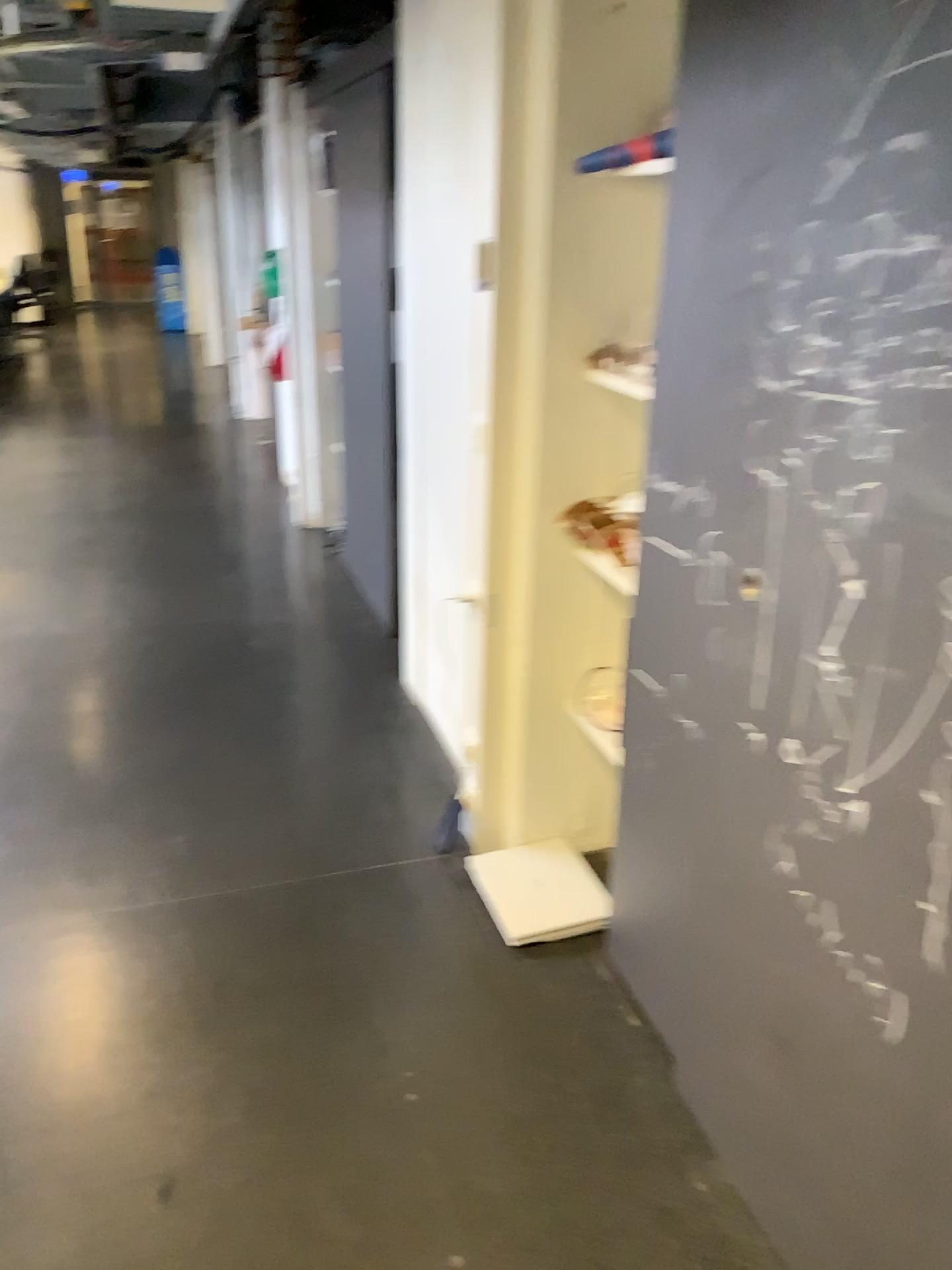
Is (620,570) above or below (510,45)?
below

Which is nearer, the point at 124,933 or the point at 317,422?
the point at 124,933

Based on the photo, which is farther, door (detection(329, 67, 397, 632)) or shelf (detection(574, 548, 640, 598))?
door (detection(329, 67, 397, 632))

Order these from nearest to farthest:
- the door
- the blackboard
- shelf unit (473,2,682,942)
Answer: the blackboard
shelf unit (473,2,682,942)
the door

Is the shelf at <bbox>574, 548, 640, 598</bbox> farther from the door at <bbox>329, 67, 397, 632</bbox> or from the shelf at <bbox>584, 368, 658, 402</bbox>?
the door at <bbox>329, 67, 397, 632</bbox>

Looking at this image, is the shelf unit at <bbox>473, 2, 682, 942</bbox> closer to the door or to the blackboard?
the blackboard

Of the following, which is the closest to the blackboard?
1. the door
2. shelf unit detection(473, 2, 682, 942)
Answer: shelf unit detection(473, 2, 682, 942)

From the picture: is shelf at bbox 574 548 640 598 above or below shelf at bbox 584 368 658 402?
below

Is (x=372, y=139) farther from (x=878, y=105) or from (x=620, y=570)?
(x=878, y=105)

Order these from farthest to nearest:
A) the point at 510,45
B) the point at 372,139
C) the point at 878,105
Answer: the point at 372,139, the point at 510,45, the point at 878,105
